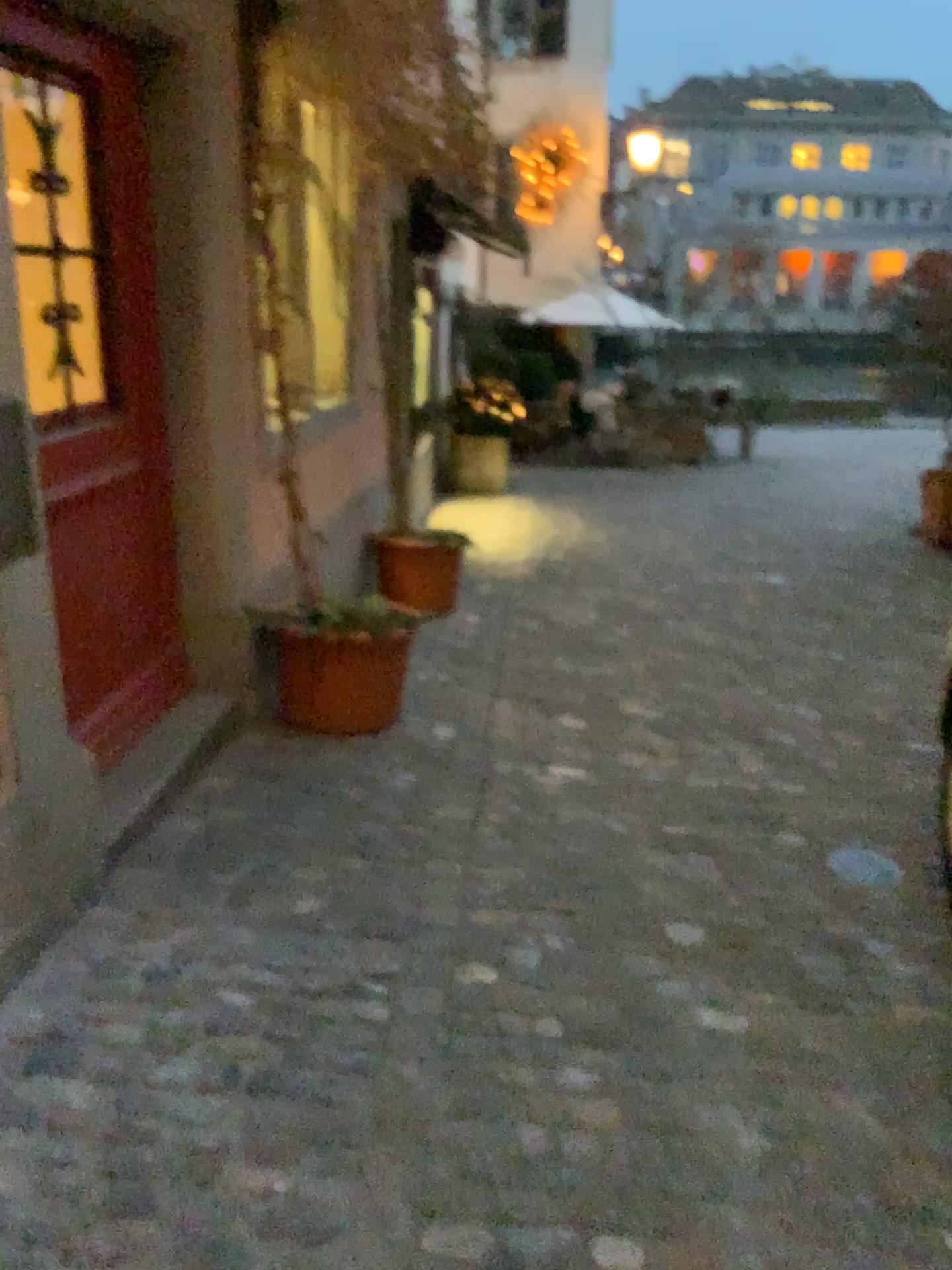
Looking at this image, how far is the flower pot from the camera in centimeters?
352cm

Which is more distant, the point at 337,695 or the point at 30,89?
the point at 337,695

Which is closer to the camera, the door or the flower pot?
the door

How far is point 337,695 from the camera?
3.5 meters

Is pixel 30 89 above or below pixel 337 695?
above

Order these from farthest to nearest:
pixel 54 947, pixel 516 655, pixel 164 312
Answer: pixel 516 655 → pixel 164 312 → pixel 54 947
